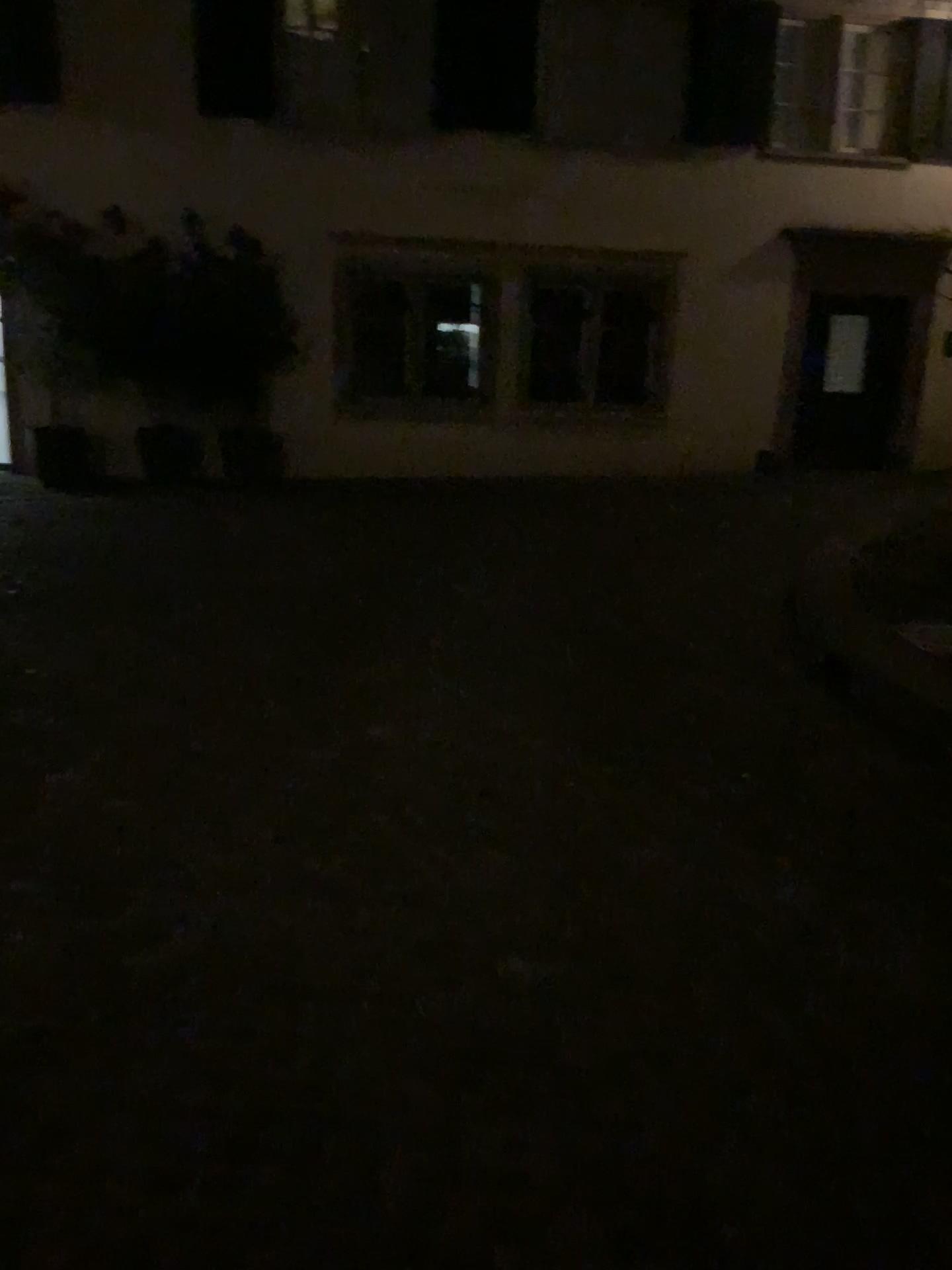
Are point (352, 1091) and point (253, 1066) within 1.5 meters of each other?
yes
